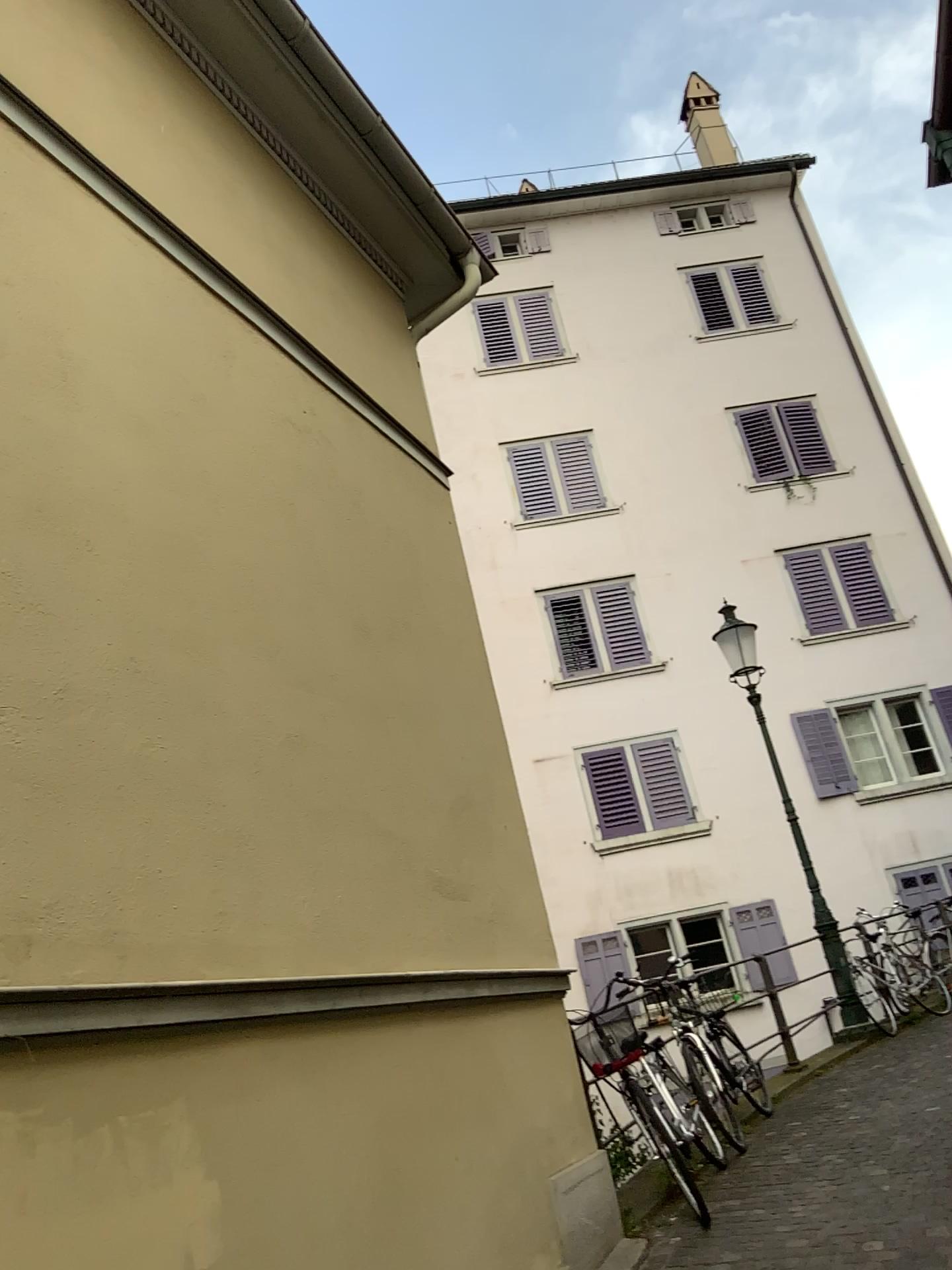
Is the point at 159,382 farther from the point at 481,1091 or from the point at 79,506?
the point at 481,1091
